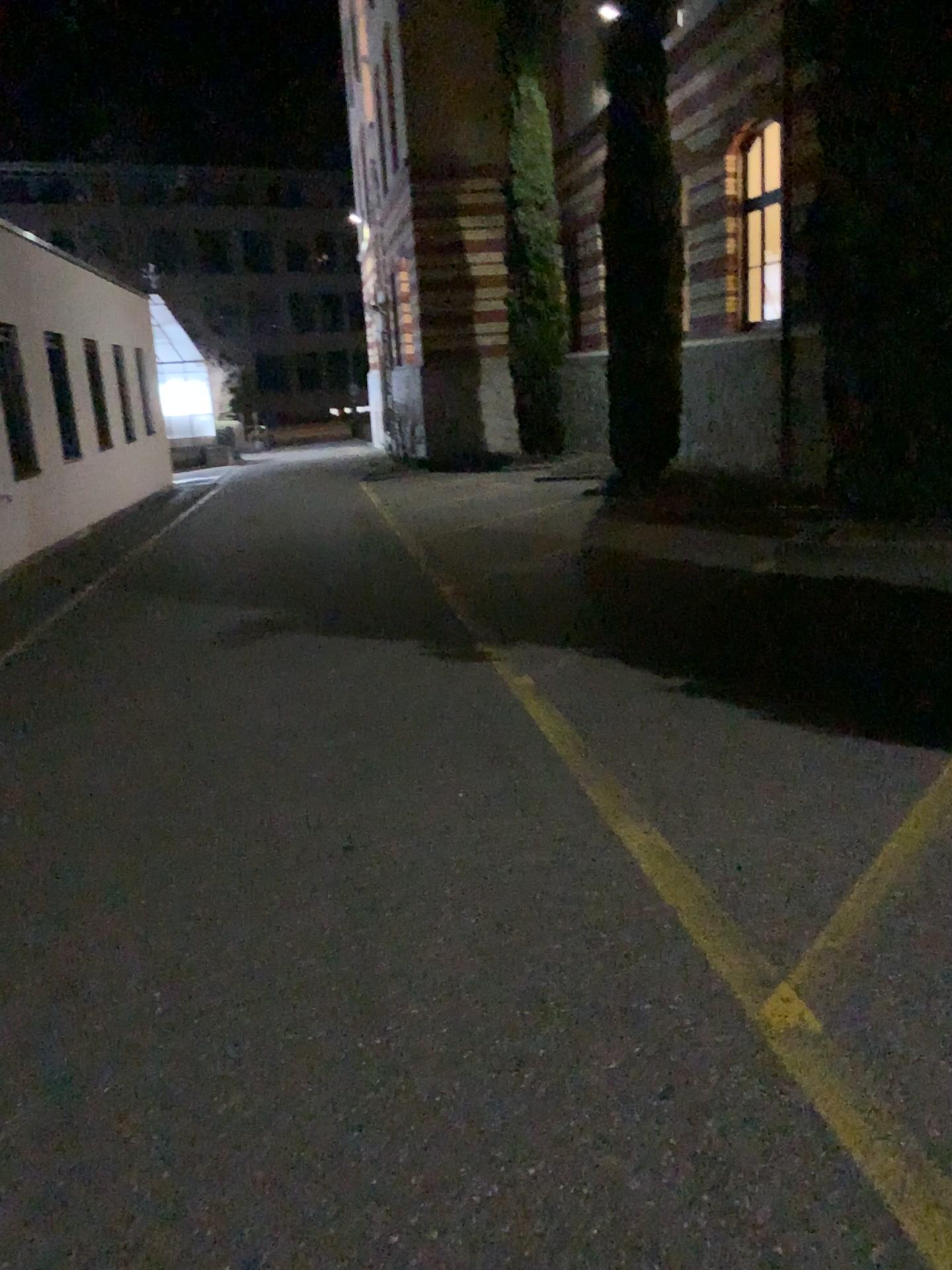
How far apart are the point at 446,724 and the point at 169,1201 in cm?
291
